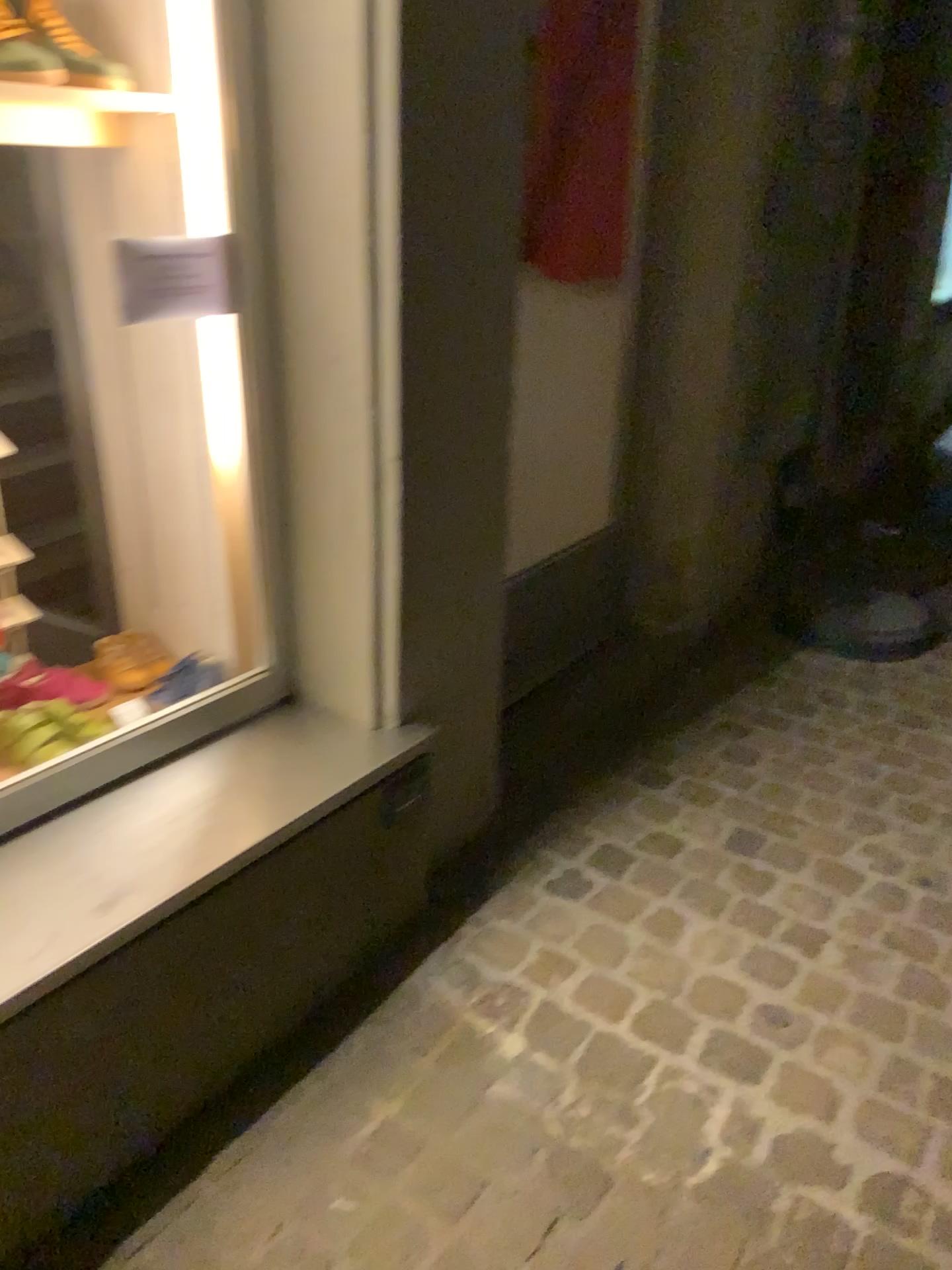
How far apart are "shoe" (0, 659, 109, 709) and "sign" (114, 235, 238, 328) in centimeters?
65cm

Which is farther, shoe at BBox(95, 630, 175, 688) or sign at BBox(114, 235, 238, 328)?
shoe at BBox(95, 630, 175, 688)

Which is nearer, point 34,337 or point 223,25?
point 223,25

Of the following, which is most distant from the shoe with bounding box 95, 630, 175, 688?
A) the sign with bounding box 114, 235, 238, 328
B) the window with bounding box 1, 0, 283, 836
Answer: the sign with bounding box 114, 235, 238, 328

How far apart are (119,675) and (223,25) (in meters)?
1.11

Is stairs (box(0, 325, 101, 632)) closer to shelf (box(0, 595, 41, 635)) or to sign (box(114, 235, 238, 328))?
shelf (box(0, 595, 41, 635))

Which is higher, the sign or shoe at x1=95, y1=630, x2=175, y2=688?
the sign

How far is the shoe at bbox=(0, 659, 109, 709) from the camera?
1.8m

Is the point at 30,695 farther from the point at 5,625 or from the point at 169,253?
the point at 169,253

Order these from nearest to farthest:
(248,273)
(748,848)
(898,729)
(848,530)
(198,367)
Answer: (248,273), (198,367), (748,848), (898,729), (848,530)
